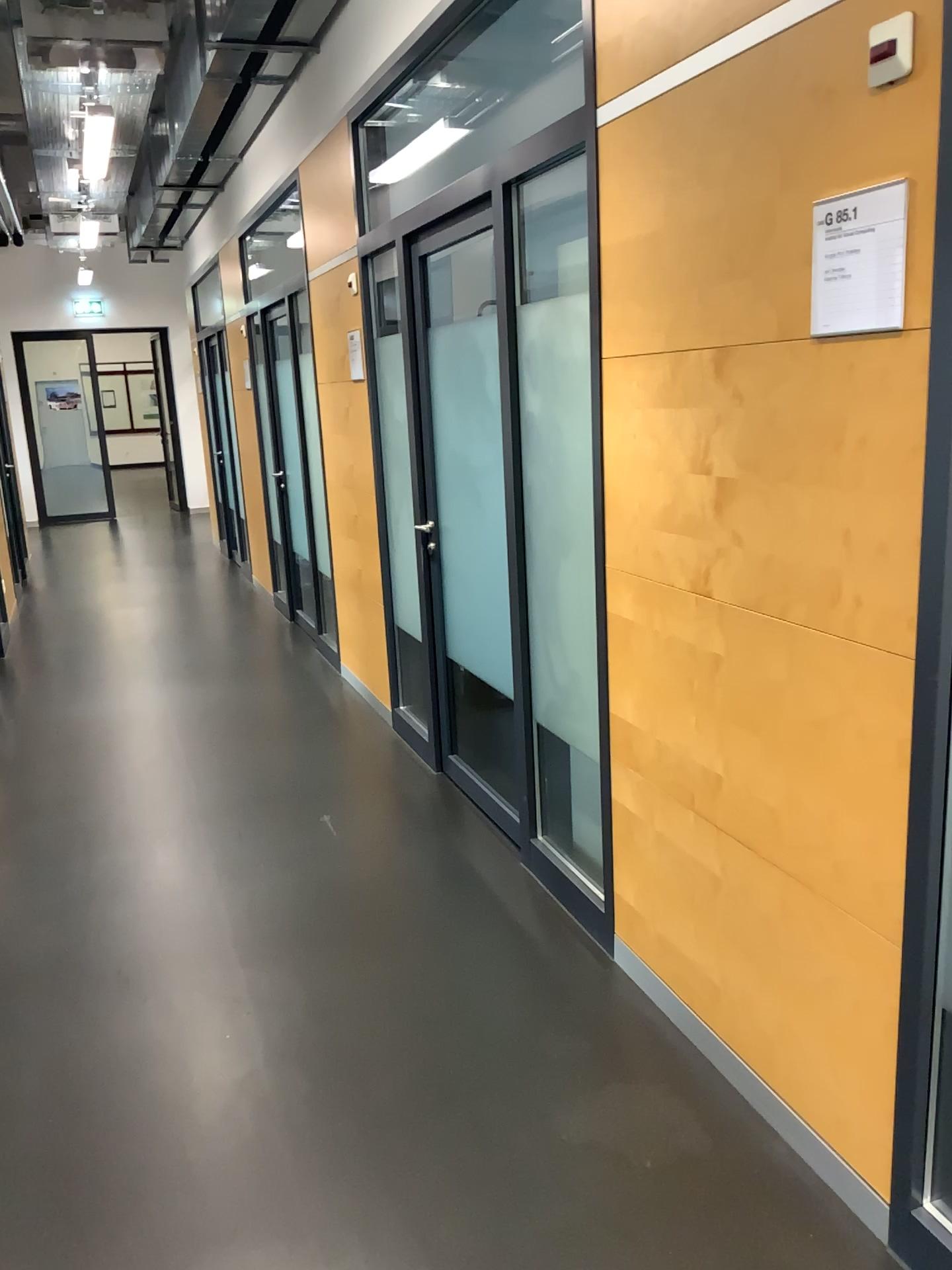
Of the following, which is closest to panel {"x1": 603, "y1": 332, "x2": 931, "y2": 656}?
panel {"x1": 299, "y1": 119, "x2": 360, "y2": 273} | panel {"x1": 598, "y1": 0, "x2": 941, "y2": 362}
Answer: panel {"x1": 598, "y1": 0, "x2": 941, "y2": 362}

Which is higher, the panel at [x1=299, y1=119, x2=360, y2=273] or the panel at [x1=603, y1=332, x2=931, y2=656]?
the panel at [x1=299, y1=119, x2=360, y2=273]

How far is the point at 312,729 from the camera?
4.7 meters

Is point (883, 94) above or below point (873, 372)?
above

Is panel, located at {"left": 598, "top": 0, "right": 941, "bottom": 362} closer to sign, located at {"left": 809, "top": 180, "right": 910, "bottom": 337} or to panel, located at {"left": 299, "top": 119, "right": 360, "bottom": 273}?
sign, located at {"left": 809, "top": 180, "right": 910, "bottom": 337}

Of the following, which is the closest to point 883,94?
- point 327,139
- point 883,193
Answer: point 883,193

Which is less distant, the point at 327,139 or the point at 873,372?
the point at 873,372

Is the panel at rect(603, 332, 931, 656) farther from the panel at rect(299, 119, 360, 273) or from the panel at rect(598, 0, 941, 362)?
the panel at rect(299, 119, 360, 273)

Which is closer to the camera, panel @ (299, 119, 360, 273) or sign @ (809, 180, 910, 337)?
sign @ (809, 180, 910, 337)

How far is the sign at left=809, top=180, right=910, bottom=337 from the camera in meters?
1.6 m
